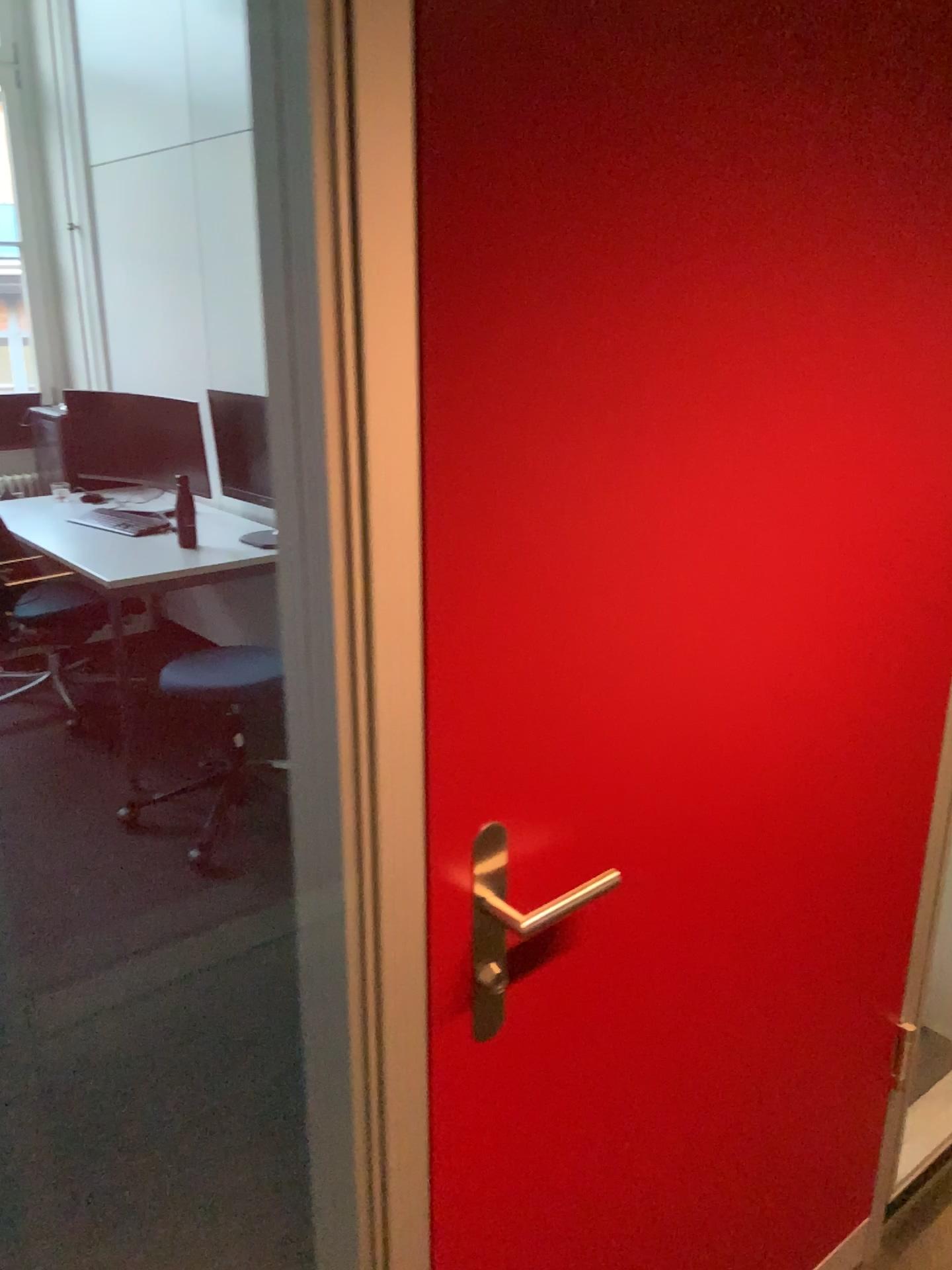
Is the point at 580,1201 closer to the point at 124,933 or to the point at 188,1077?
the point at 188,1077

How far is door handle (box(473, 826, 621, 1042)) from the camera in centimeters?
98cm

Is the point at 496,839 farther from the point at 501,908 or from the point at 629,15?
the point at 629,15

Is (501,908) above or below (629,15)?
below

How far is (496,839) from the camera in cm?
98
